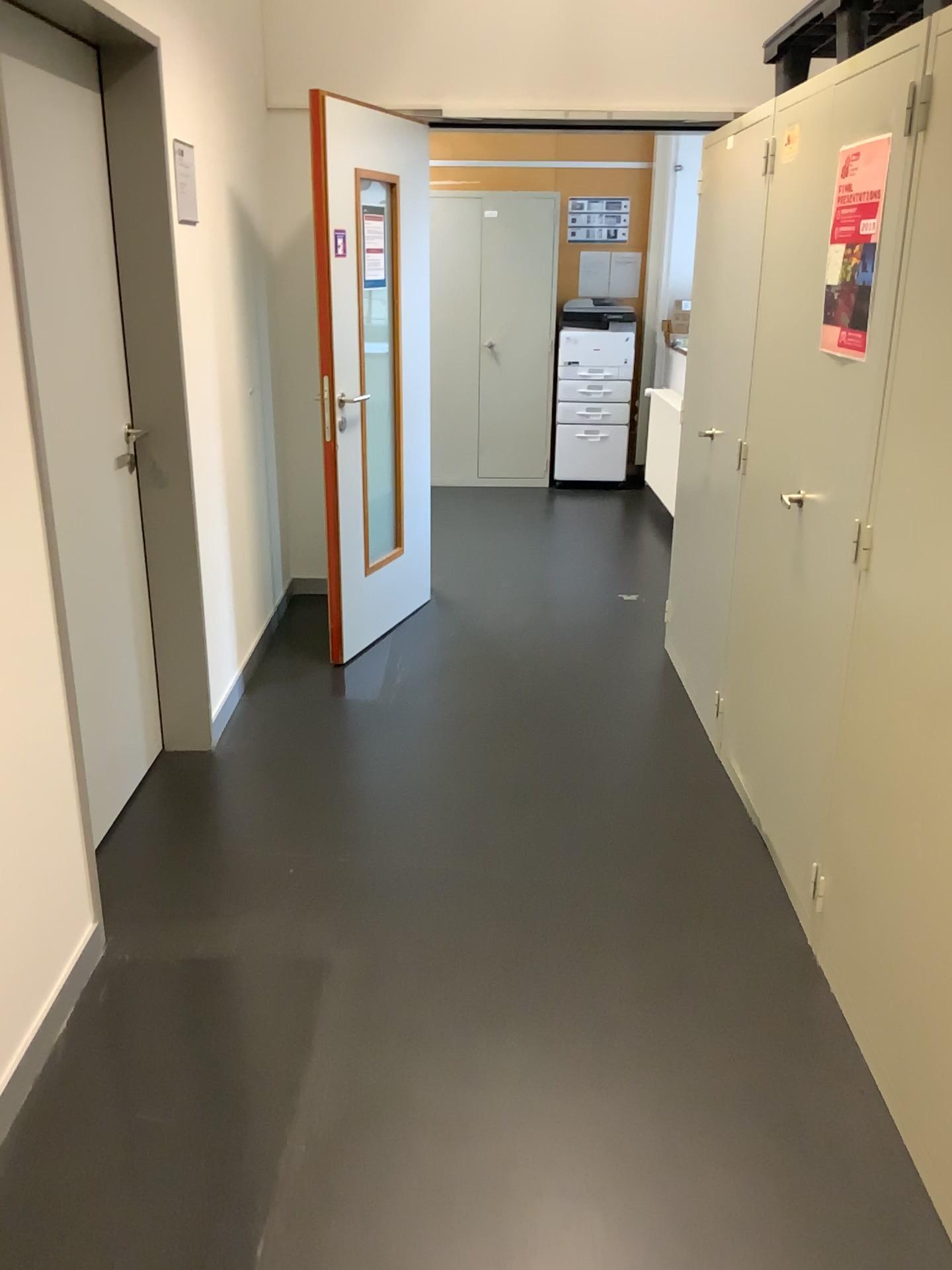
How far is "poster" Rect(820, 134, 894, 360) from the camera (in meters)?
2.07

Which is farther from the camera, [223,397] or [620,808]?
[223,397]

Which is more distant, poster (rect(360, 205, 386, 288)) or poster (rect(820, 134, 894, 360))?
poster (rect(360, 205, 386, 288))

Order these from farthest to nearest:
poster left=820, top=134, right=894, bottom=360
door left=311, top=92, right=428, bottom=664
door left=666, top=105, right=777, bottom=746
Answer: door left=311, top=92, right=428, bottom=664, door left=666, top=105, right=777, bottom=746, poster left=820, top=134, right=894, bottom=360

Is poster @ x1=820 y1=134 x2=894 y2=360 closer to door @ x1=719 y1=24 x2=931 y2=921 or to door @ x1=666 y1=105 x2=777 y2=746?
door @ x1=719 y1=24 x2=931 y2=921

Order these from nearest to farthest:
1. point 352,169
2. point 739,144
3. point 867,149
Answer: point 867,149
point 739,144
point 352,169

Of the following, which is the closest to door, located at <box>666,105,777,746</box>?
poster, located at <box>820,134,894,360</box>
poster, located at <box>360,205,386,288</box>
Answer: poster, located at <box>820,134,894,360</box>

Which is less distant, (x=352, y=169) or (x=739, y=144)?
(x=739, y=144)

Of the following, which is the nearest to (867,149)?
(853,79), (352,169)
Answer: (853,79)

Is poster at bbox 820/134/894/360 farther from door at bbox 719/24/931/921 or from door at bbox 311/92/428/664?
door at bbox 311/92/428/664
